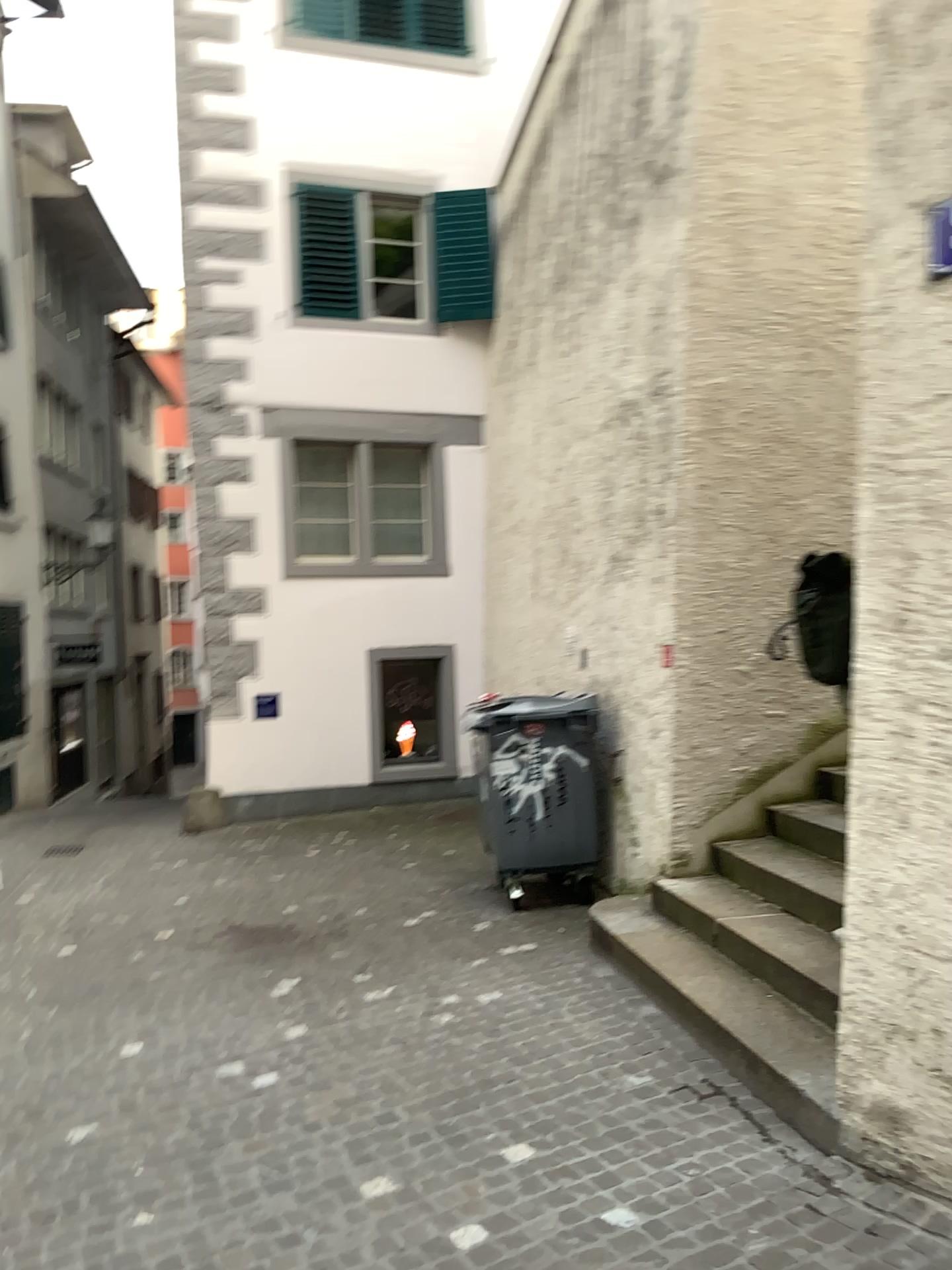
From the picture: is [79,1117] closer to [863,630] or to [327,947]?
[327,947]
